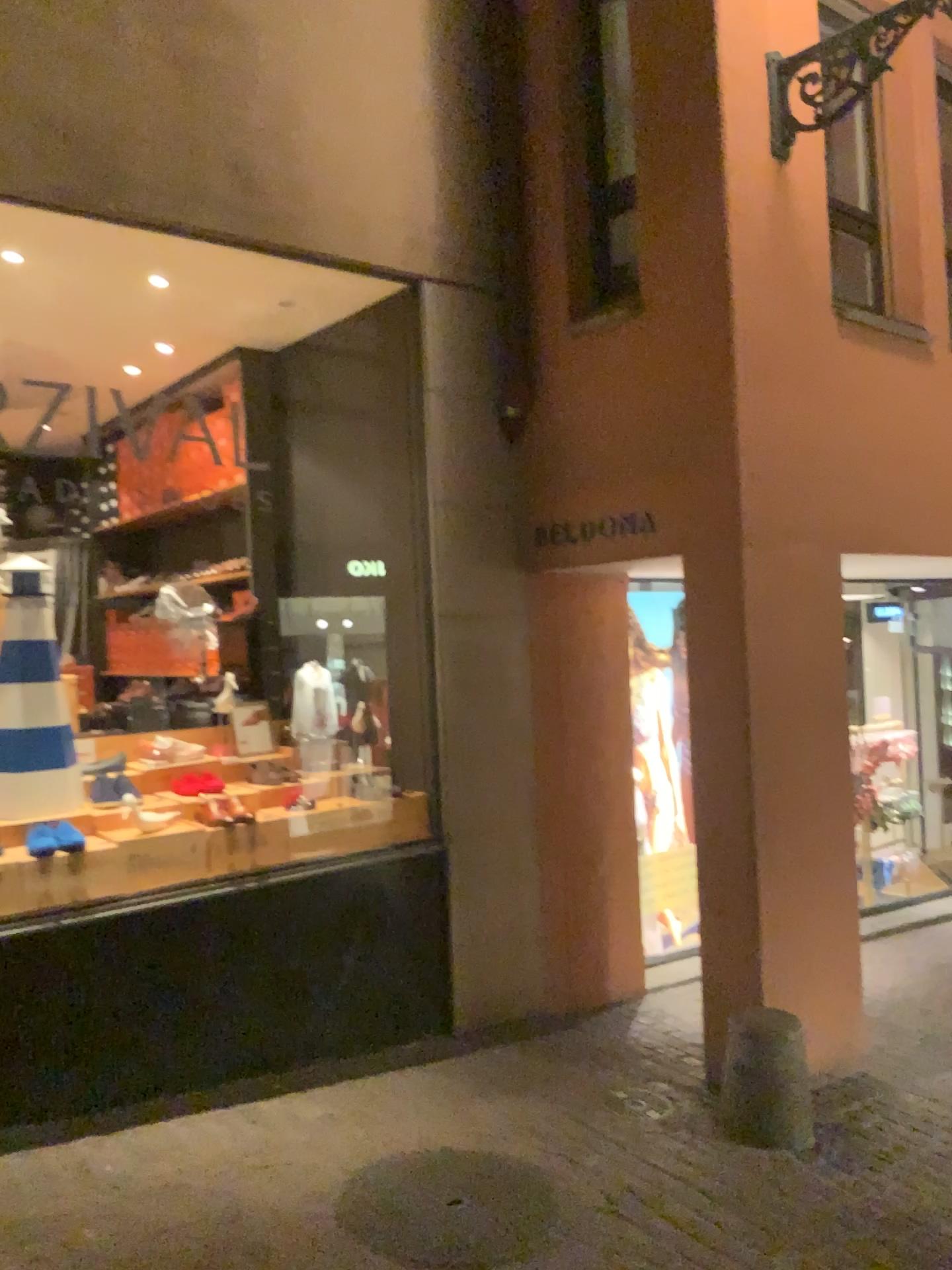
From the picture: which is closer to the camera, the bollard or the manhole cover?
the manhole cover

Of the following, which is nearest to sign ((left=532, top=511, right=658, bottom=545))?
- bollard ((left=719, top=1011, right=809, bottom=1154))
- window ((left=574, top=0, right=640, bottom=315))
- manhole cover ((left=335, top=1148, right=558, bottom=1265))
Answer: window ((left=574, top=0, right=640, bottom=315))

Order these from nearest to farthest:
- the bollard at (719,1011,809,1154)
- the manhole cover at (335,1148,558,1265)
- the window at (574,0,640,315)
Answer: the manhole cover at (335,1148,558,1265)
the bollard at (719,1011,809,1154)
the window at (574,0,640,315)

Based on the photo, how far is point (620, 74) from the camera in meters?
4.4 m

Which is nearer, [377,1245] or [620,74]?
[377,1245]

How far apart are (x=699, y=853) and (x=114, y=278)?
3.36m

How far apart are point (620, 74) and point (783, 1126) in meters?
4.1 m

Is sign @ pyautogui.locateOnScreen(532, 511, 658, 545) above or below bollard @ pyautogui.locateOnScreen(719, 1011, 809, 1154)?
above

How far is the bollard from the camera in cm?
378

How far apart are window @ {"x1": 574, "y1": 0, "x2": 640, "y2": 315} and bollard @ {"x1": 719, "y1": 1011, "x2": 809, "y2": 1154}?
2.95m
